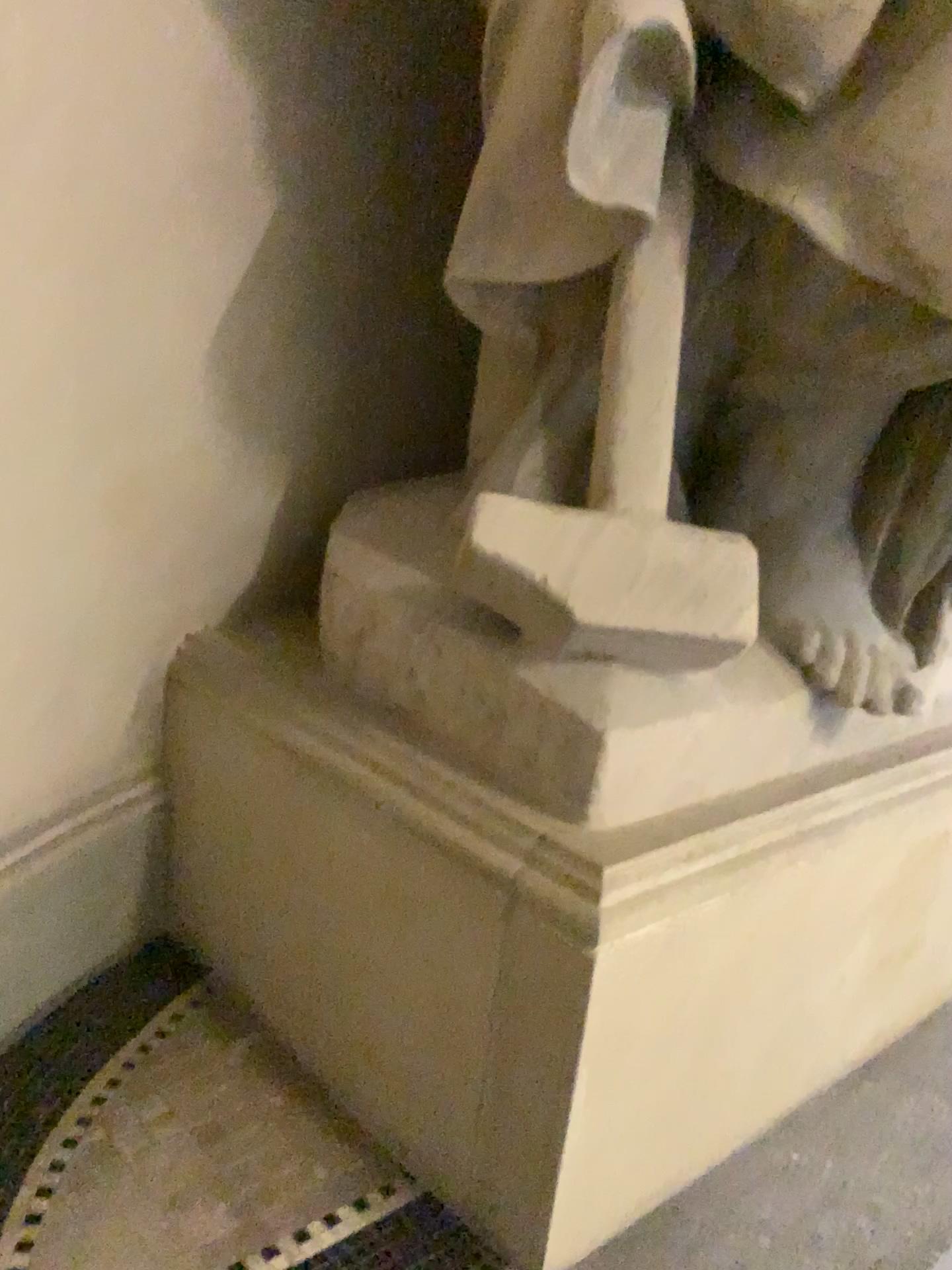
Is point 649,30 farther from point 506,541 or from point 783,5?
point 506,541

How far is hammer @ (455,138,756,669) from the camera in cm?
122

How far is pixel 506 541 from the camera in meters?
1.2

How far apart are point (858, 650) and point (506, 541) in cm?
55

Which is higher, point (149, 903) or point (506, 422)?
point (506, 422)

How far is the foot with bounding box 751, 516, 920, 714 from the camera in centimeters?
144cm
